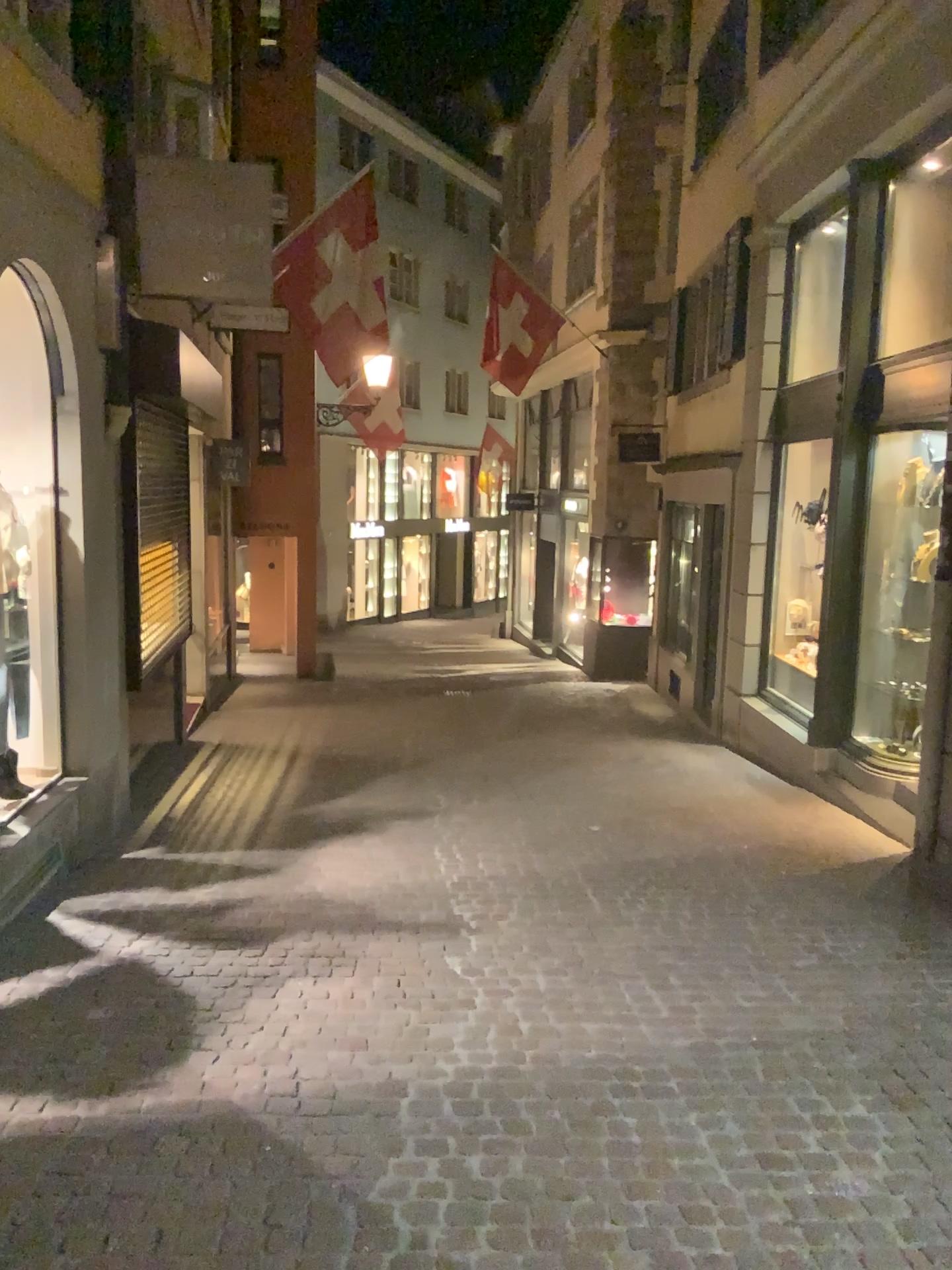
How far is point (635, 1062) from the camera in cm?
344
